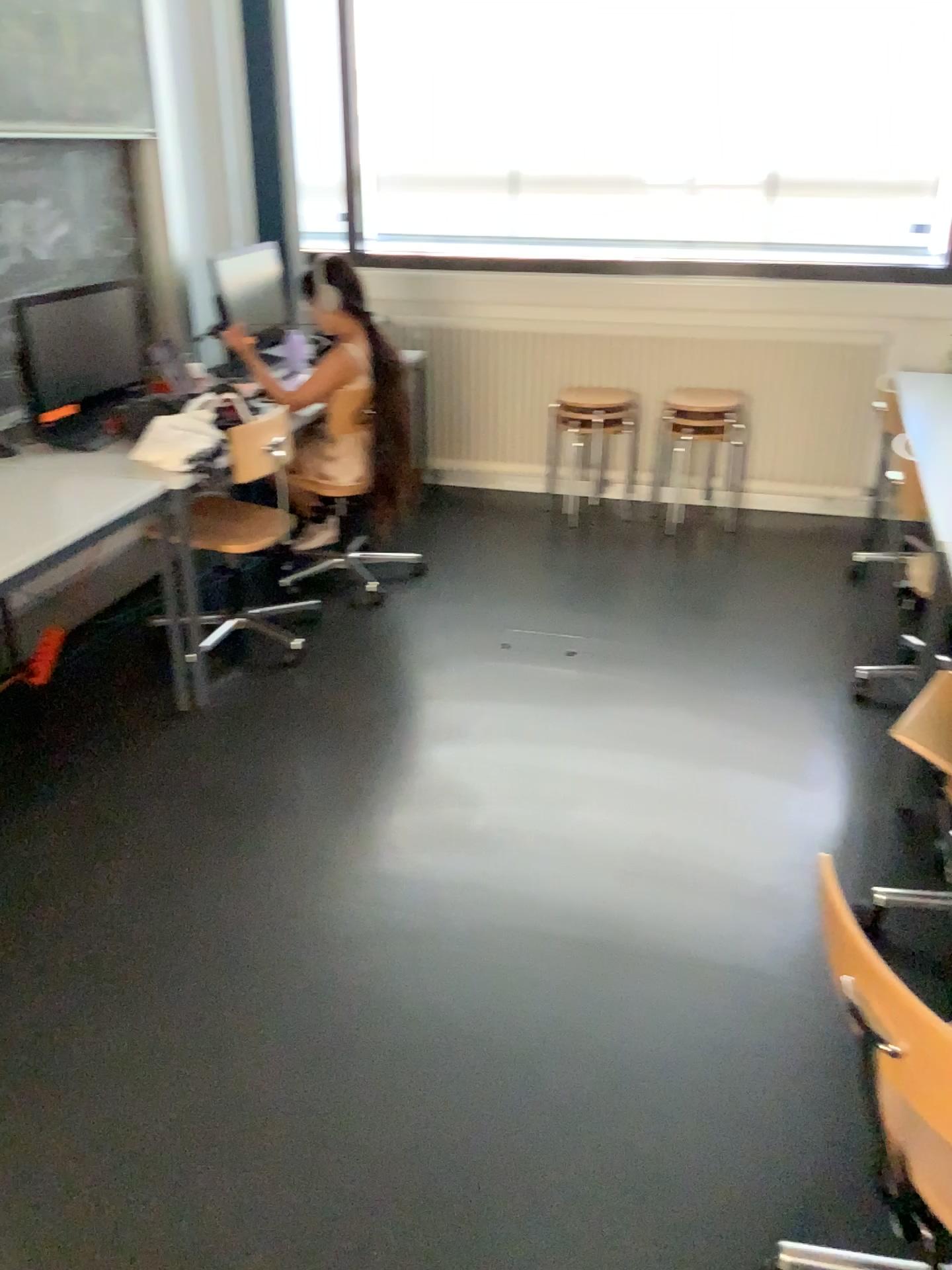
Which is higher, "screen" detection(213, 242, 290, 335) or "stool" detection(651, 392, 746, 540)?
"screen" detection(213, 242, 290, 335)

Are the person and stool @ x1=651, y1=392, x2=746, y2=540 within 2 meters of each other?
yes

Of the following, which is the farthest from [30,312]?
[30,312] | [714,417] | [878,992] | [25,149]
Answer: [878,992]

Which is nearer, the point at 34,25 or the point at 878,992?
the point at 878,992

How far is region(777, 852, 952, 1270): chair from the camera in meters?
1.2 m

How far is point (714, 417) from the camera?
4.7m

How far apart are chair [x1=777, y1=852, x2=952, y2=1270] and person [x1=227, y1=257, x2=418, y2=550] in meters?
2.6

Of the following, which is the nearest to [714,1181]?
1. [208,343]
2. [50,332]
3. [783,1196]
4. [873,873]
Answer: [783,1196]

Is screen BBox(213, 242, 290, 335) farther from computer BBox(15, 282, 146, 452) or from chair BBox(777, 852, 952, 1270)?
chair BBox(777, 852, 952, 1270)

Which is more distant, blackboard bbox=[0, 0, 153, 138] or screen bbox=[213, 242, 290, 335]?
screen bbox=[213, 242, 290, 335]
